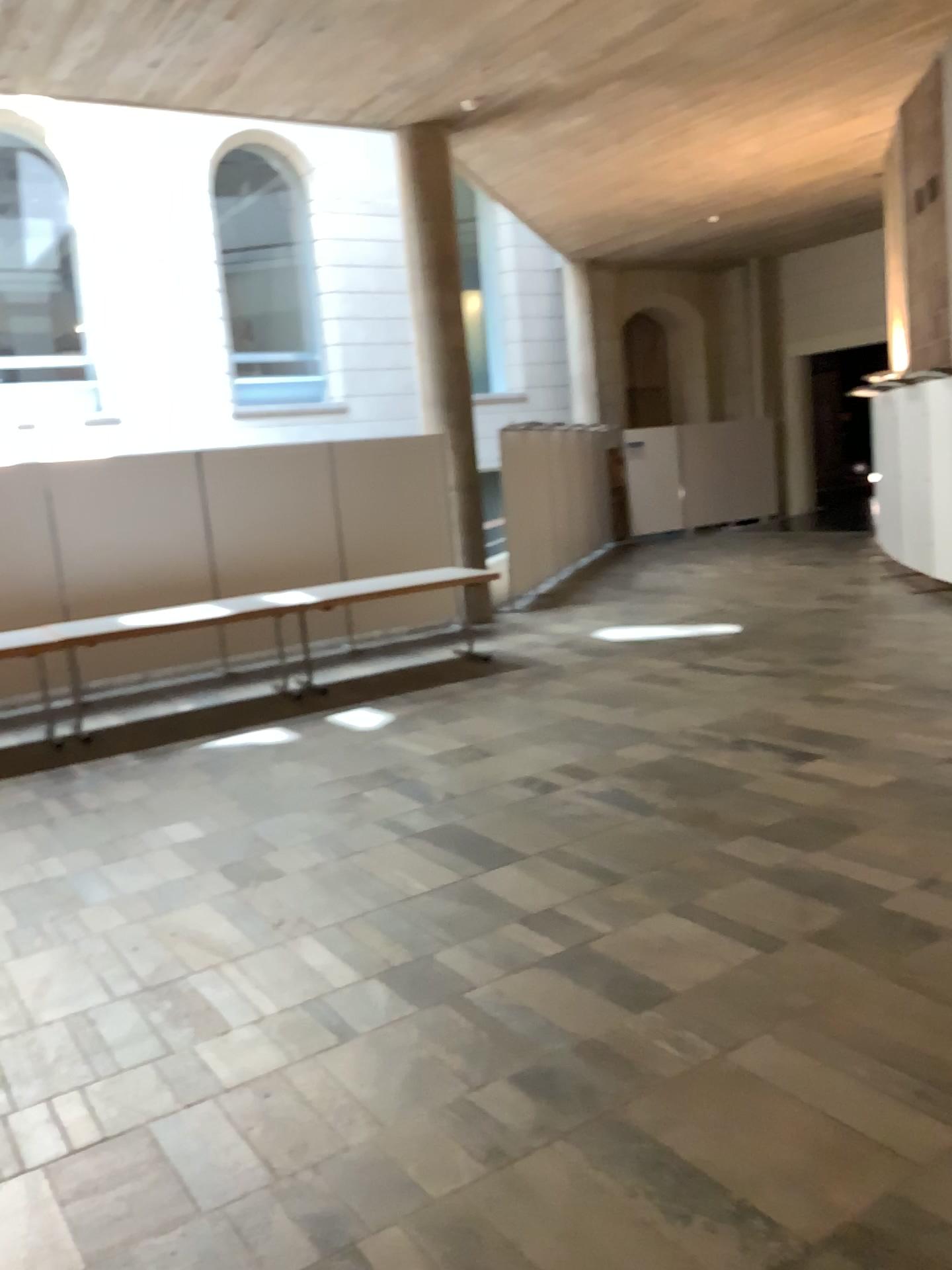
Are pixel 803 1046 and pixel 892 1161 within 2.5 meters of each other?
yes
